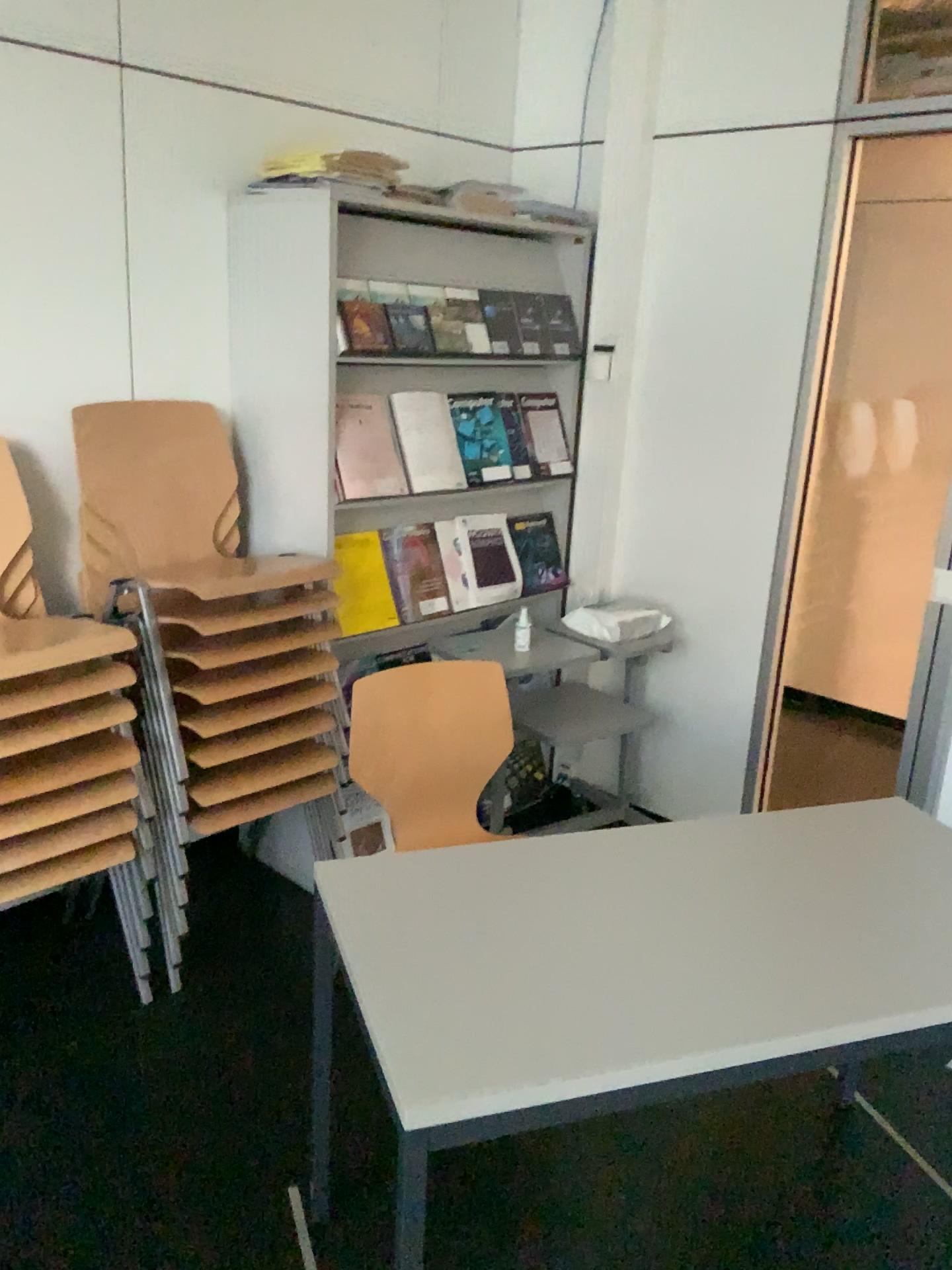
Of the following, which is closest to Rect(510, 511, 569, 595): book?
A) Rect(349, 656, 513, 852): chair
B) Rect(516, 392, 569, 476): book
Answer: Rect(516, 392, 569, 476): book

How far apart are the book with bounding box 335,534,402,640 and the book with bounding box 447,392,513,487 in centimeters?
37cm

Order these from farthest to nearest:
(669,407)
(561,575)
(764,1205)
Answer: (561,575)
(669,407)
(764,1205)

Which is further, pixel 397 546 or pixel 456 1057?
pixel 397 546

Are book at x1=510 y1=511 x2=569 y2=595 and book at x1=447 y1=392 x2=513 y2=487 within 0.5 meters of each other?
yes

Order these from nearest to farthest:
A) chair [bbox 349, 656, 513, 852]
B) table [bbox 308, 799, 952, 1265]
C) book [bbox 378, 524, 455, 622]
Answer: table [bbox 308, 799, 952, 1265], chair [bbox 349, 656, 513, 852], book [bbox 378, 524, 455, 622]

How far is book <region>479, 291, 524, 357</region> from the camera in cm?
305

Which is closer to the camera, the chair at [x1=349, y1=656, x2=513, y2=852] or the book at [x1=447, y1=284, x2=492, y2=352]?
the chair at [x1=349, y1=656, x2=513, y2=852]

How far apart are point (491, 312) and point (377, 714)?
1.28m

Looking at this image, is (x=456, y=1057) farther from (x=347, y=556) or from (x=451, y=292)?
(x=451, y=292)
